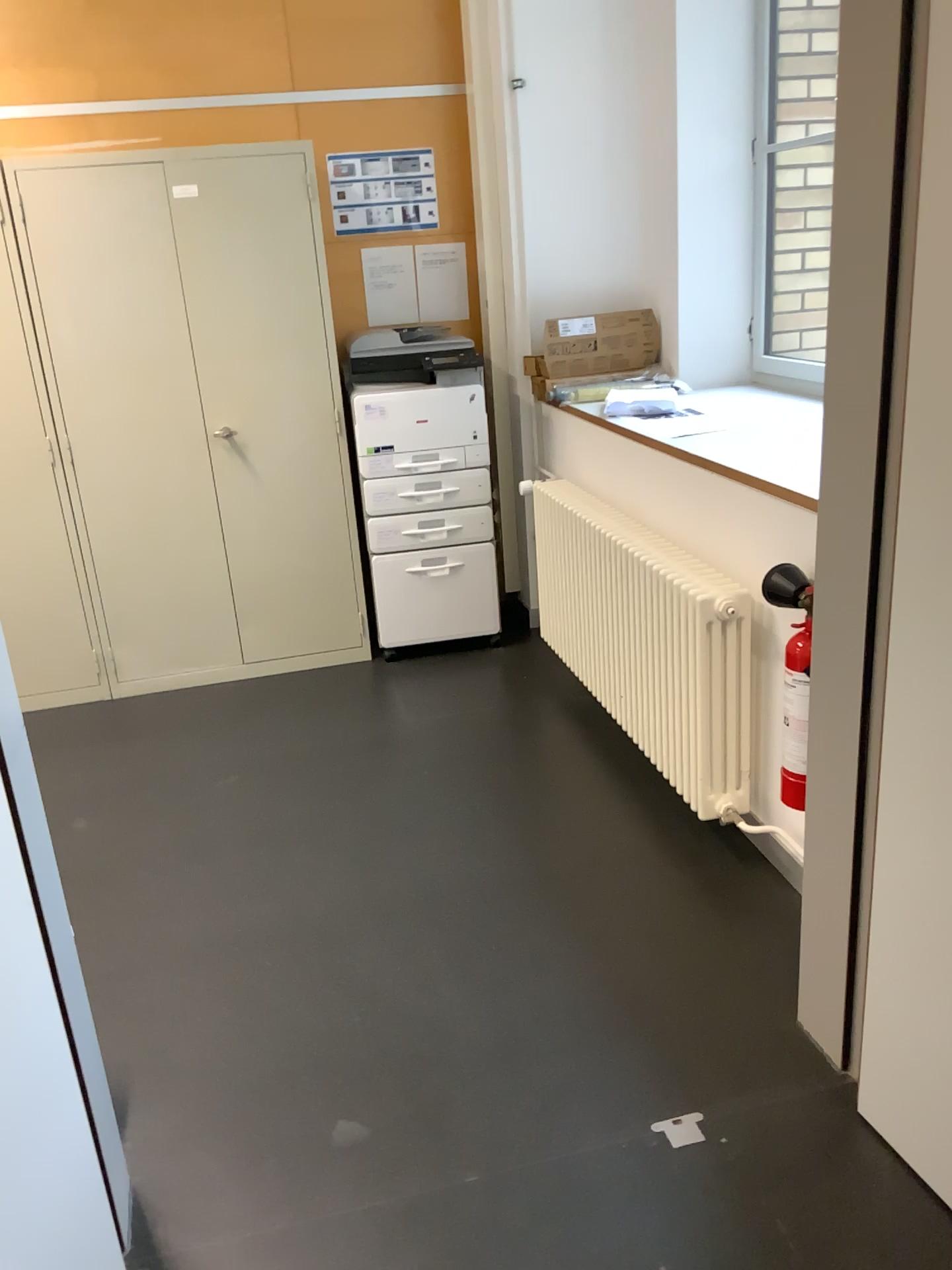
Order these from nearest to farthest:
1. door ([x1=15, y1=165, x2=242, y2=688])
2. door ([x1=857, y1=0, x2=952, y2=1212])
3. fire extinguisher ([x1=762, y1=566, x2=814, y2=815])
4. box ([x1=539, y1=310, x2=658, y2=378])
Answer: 1. door ([x1=857, y1=0, x2=952, y2=1212])
2. fire extinguisher ([x1=762, y1=566, x2=814, y2=815])
3. door ([x1=15, y1=165, x2=242, y2=688])
4. box ([x1=539, y1=310, x2=658, y2=378])

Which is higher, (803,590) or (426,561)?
(803,590)

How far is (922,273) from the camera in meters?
1.5

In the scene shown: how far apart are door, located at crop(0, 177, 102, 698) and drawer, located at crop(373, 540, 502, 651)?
1.1 meters

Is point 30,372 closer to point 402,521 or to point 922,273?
point 402,521

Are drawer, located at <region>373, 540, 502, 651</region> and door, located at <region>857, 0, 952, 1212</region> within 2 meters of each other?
no

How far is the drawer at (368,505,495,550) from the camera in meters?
4.0 m

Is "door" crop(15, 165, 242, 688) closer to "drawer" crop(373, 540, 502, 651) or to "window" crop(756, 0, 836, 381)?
"drawer" crop(373, 540, 502, 651)

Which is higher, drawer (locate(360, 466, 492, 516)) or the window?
the window

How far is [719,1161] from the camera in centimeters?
180cm
